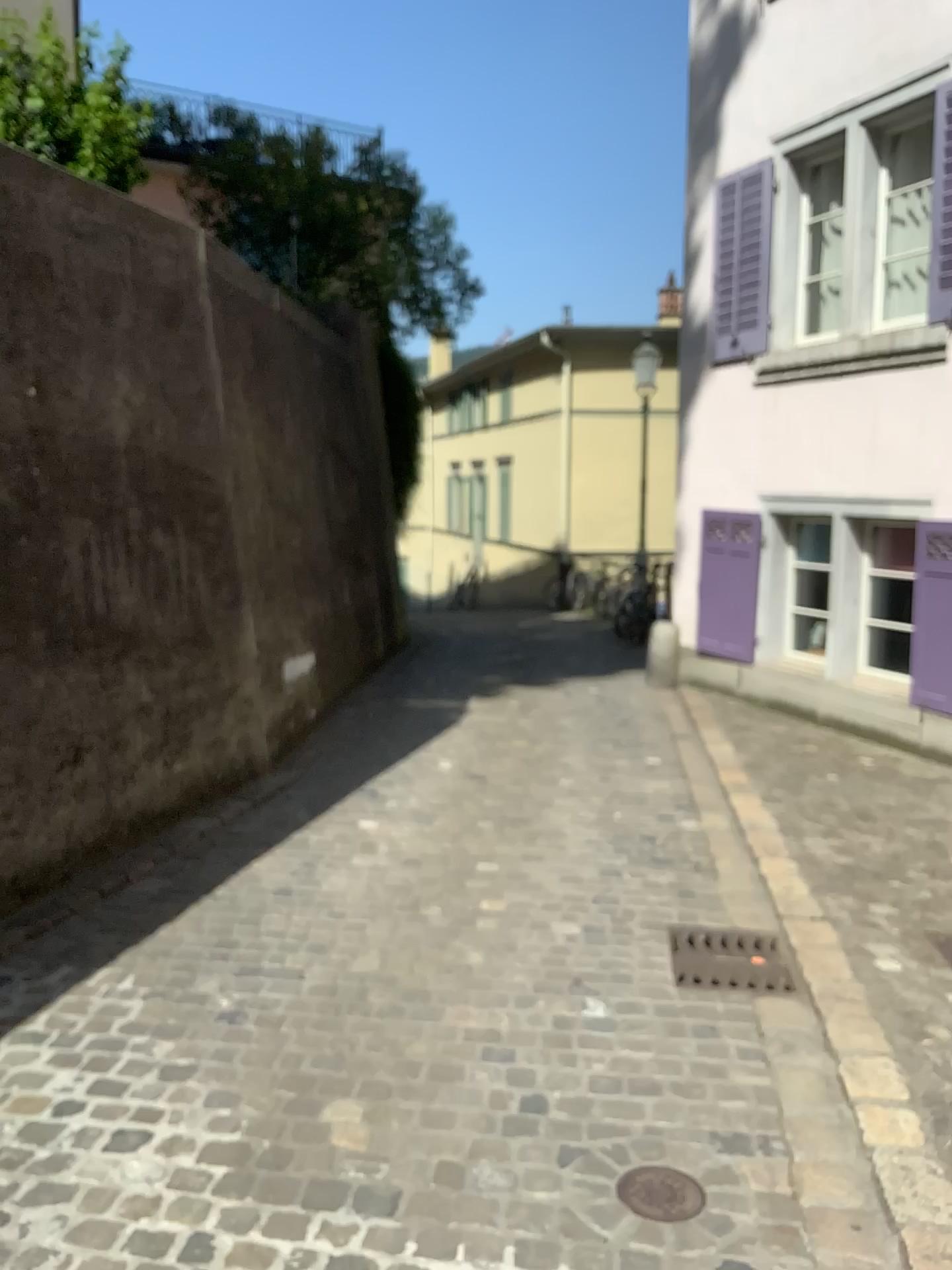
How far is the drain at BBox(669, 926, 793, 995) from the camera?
3.3 meters

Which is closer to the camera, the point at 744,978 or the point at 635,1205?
the point at 635,1205

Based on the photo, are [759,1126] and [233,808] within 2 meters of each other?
no

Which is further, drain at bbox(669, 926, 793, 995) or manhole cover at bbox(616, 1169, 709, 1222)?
drain at bbox(669, 926, 793, 995)

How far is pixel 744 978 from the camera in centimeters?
331cm

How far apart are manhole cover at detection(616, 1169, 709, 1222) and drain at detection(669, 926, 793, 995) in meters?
1.0 m

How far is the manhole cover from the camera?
2.2m

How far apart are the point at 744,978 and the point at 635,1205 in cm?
121
